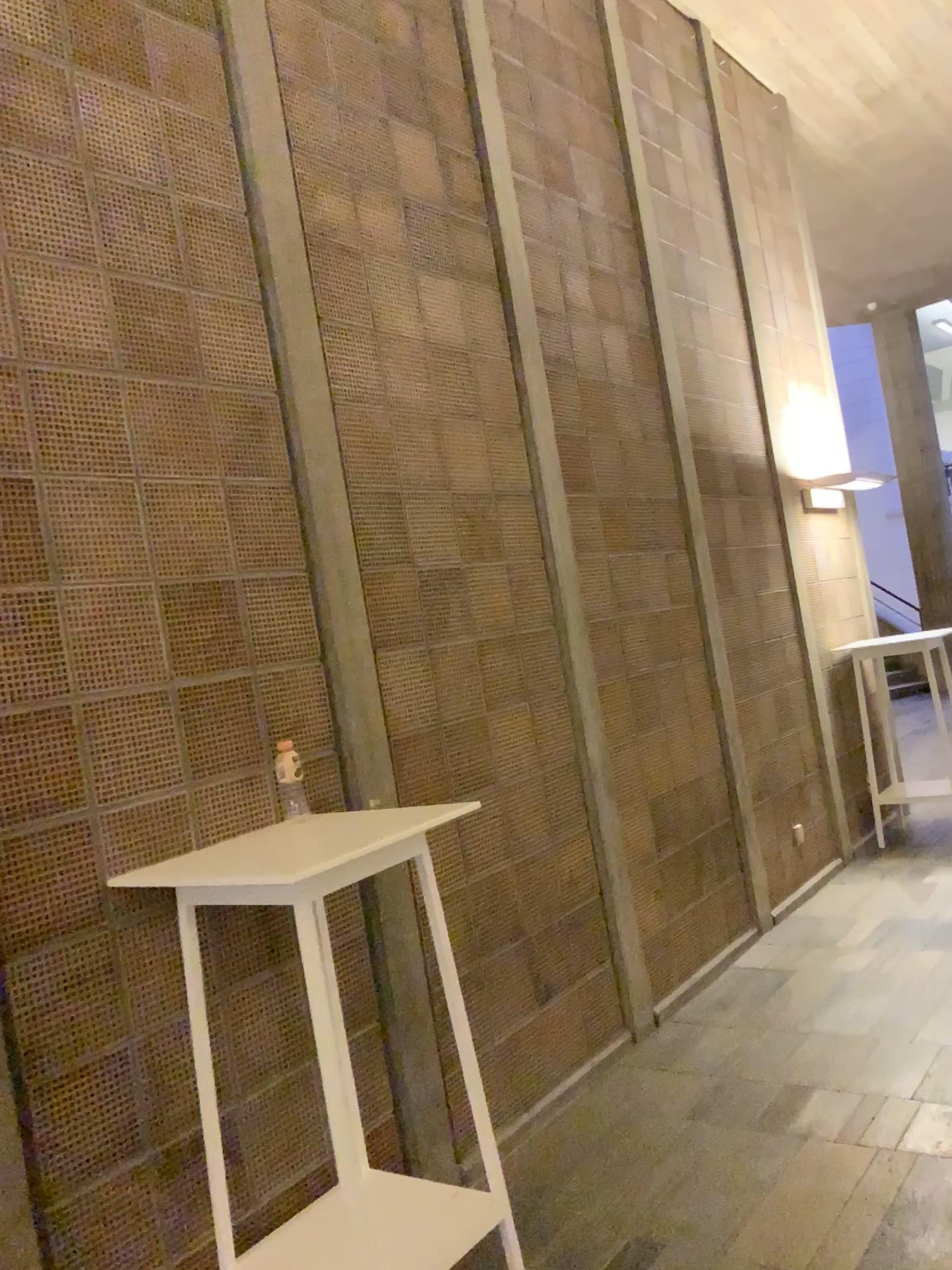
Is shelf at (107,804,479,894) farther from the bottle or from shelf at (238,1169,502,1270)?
shelf at (238,1169,502,1270)

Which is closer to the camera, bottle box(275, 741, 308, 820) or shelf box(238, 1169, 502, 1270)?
shelf box(238, 1169, 502, 1270)

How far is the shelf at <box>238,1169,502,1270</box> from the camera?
2.3 meters

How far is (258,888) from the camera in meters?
2.1 m

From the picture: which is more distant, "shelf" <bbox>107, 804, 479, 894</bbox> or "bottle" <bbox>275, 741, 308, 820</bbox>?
"bottle" <bbox>275, 741, 308, 820</bbox>

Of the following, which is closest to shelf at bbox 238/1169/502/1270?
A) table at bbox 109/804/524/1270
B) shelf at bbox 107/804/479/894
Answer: table at bbox 109/804/524/1270

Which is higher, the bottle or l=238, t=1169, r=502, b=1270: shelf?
the bottle

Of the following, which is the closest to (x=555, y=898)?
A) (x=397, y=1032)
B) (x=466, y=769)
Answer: (x=466, y=769)

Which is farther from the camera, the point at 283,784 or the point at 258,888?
the point at 283,784

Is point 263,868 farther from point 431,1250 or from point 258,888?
point 431,1250
